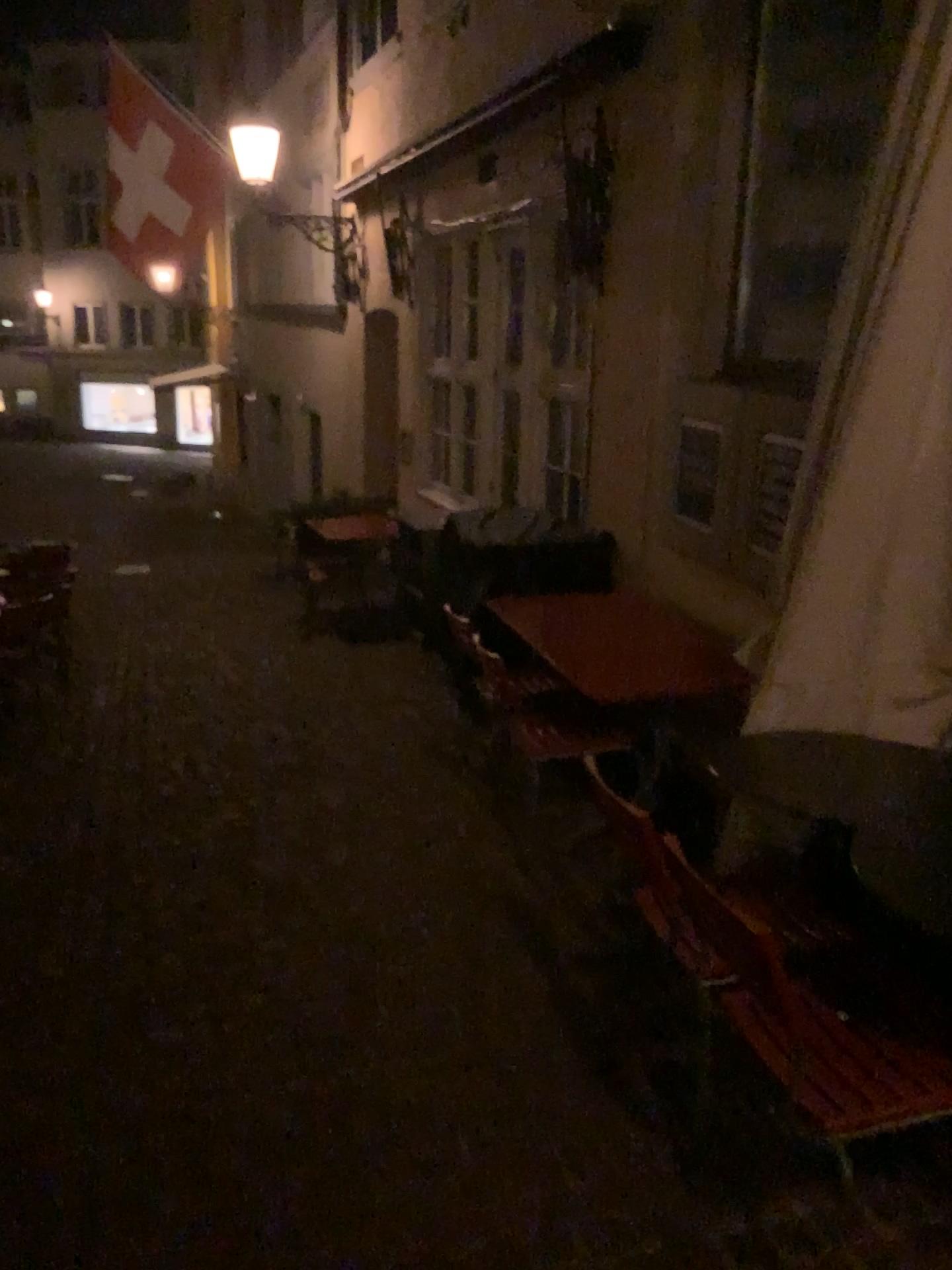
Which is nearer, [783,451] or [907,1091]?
[907,1091]

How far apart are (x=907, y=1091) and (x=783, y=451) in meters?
2.5

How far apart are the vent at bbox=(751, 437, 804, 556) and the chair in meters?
1.9

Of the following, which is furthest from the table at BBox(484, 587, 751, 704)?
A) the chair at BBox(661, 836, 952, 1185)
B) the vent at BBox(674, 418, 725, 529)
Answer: the chair at BBox(661, 836, 952, 1185)

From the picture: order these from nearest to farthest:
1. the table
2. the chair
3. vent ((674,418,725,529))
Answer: the chair
the table
vent ((674,418,725,529))

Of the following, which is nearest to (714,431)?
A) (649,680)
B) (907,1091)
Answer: (649,680)

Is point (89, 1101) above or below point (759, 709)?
below

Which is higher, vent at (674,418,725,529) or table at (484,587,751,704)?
vent at (674,418,725,529)

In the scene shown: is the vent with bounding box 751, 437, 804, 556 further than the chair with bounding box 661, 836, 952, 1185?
Yes

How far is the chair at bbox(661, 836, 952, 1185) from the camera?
1.75m
